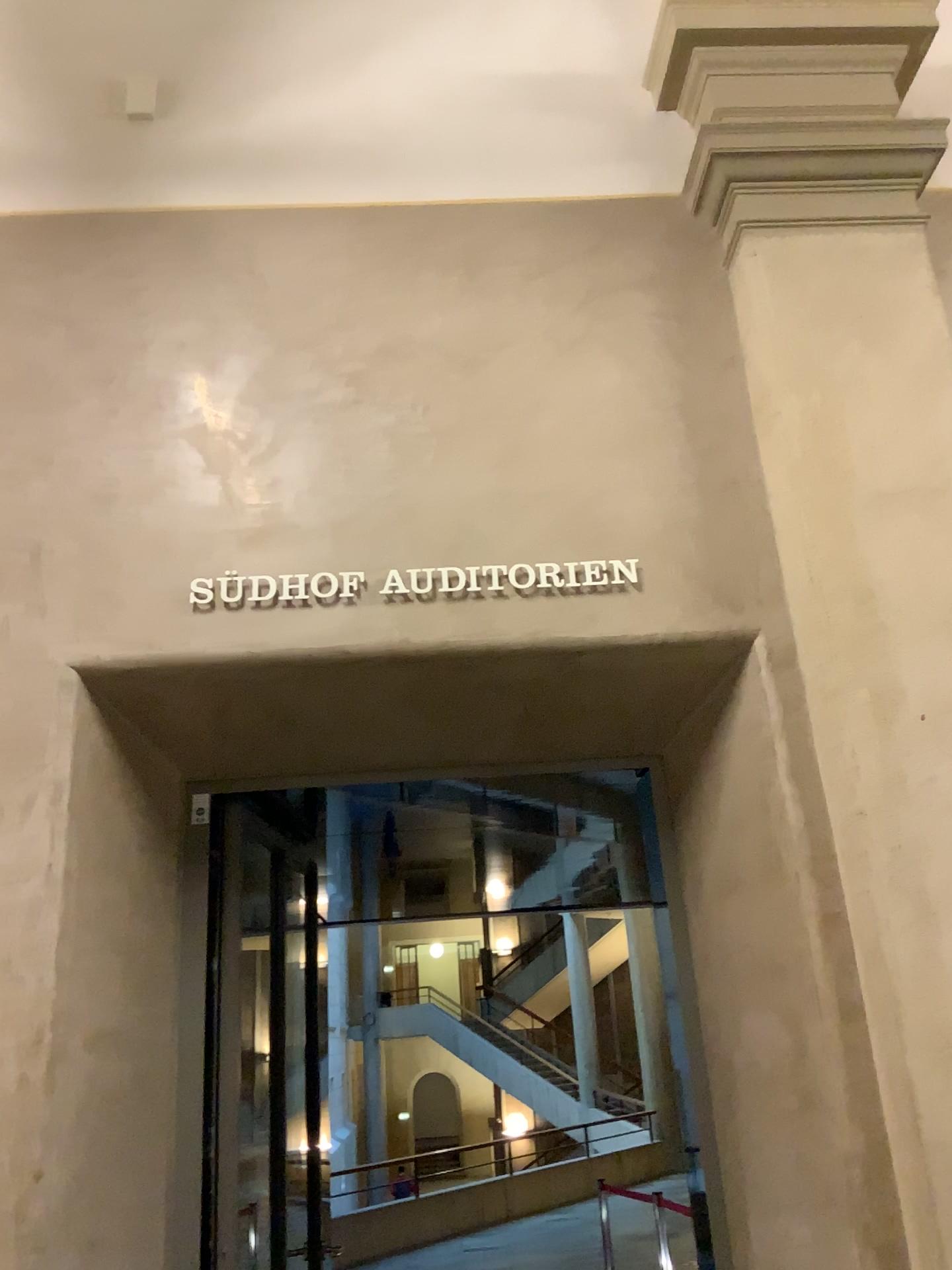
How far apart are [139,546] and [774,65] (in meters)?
2.43
